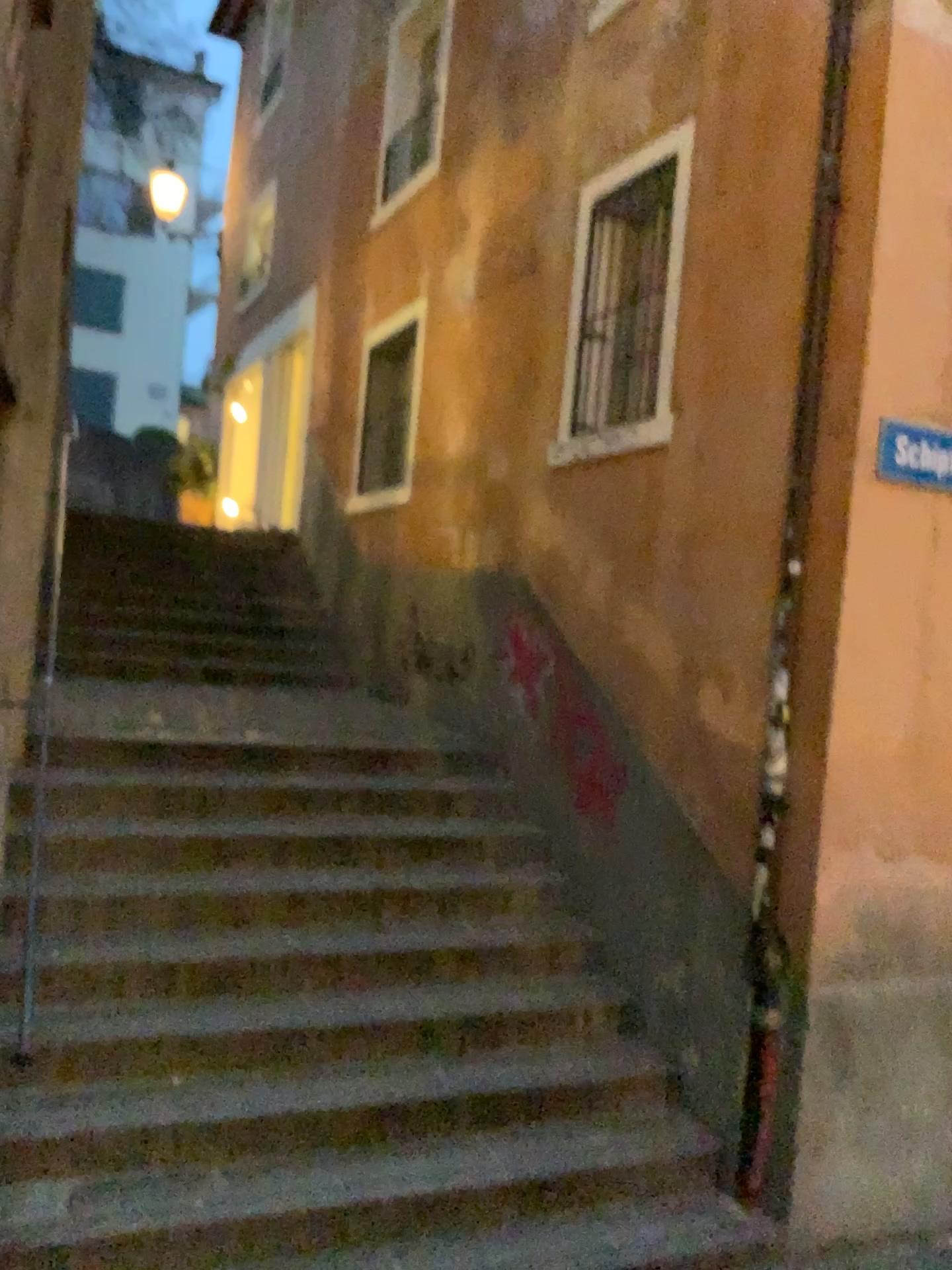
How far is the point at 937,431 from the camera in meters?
3.8 m

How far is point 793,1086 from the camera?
3.8m

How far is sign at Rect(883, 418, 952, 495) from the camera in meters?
3.8 m
